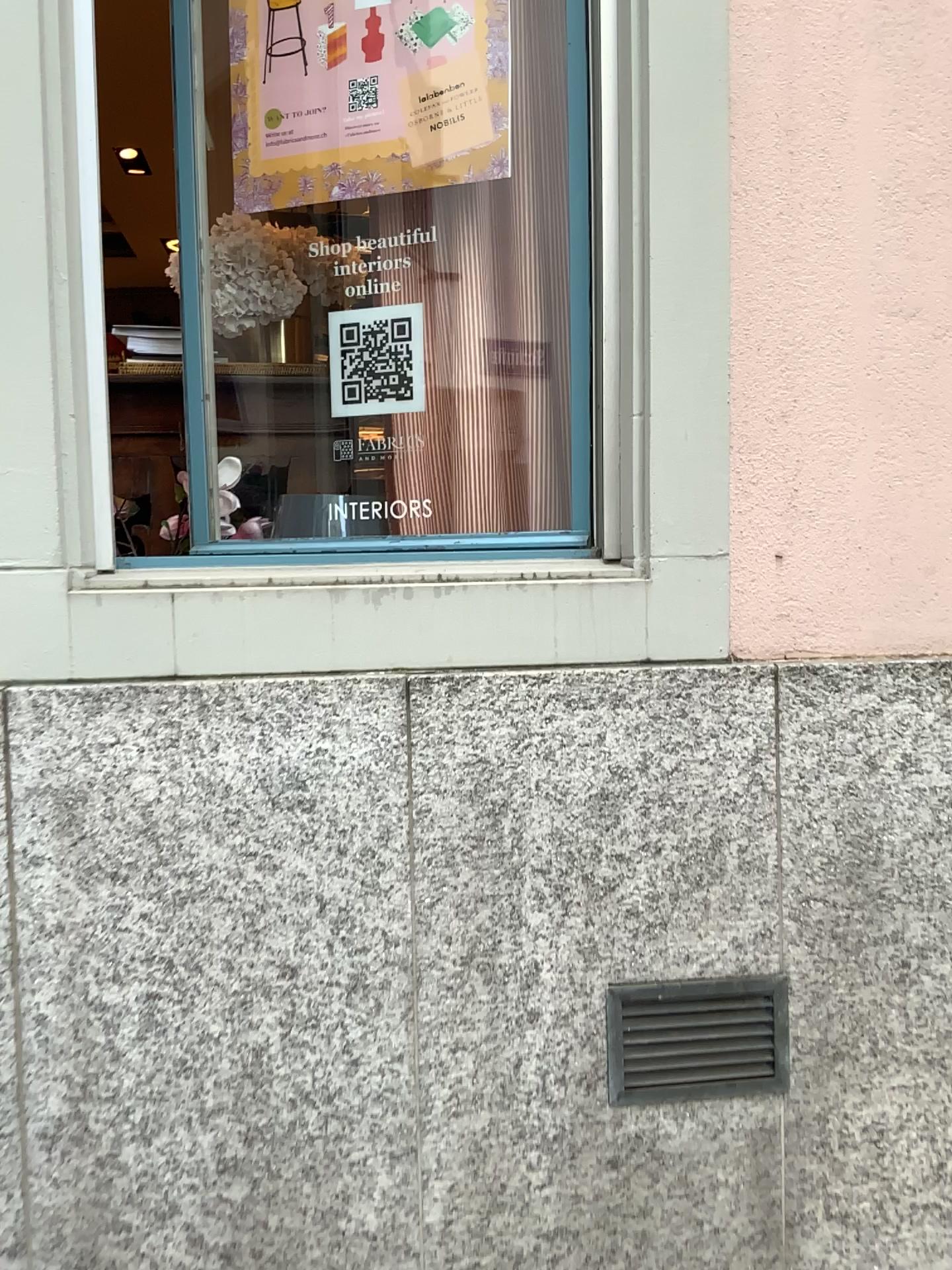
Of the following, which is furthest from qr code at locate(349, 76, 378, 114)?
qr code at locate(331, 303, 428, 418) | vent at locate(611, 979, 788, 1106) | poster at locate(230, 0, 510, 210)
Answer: vent at locate(611, 979, 788, 1106)

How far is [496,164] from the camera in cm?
205

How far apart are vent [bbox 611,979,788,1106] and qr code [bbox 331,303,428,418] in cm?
117

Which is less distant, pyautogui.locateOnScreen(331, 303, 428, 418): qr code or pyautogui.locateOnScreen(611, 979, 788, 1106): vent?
pyautogui.locateOnScreen(611, 979, 788, 1106): vent

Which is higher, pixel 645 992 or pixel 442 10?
pixel 442 10

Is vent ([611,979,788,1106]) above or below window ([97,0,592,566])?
below

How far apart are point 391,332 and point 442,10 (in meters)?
0.60

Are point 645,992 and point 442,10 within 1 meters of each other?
no

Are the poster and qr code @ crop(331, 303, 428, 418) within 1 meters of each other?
yes

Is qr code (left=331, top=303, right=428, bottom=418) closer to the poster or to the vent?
the poster
